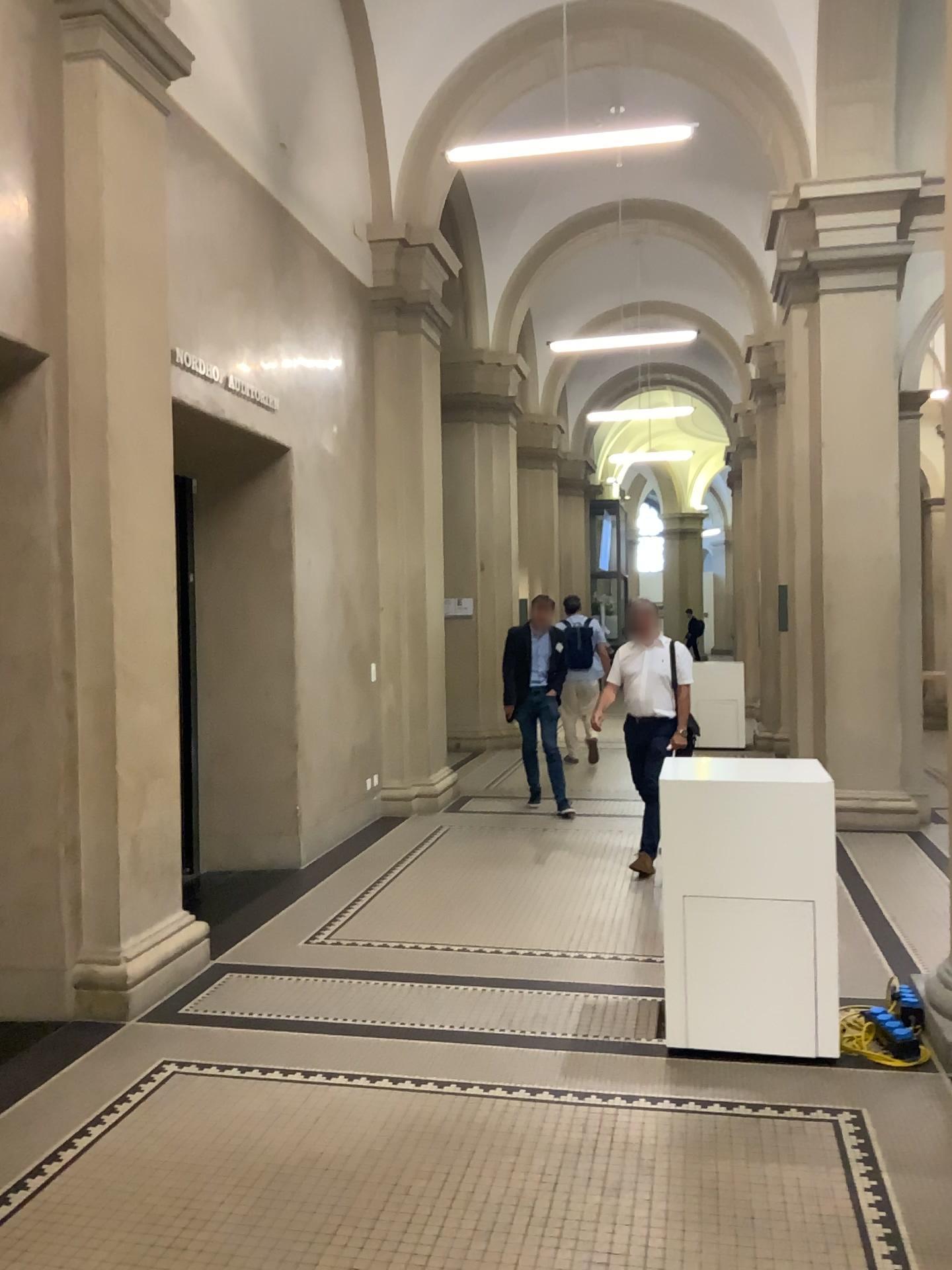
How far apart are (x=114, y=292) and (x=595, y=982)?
3.5 meters

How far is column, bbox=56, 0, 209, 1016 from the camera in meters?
4.3

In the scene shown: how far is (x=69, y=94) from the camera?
4.32m
